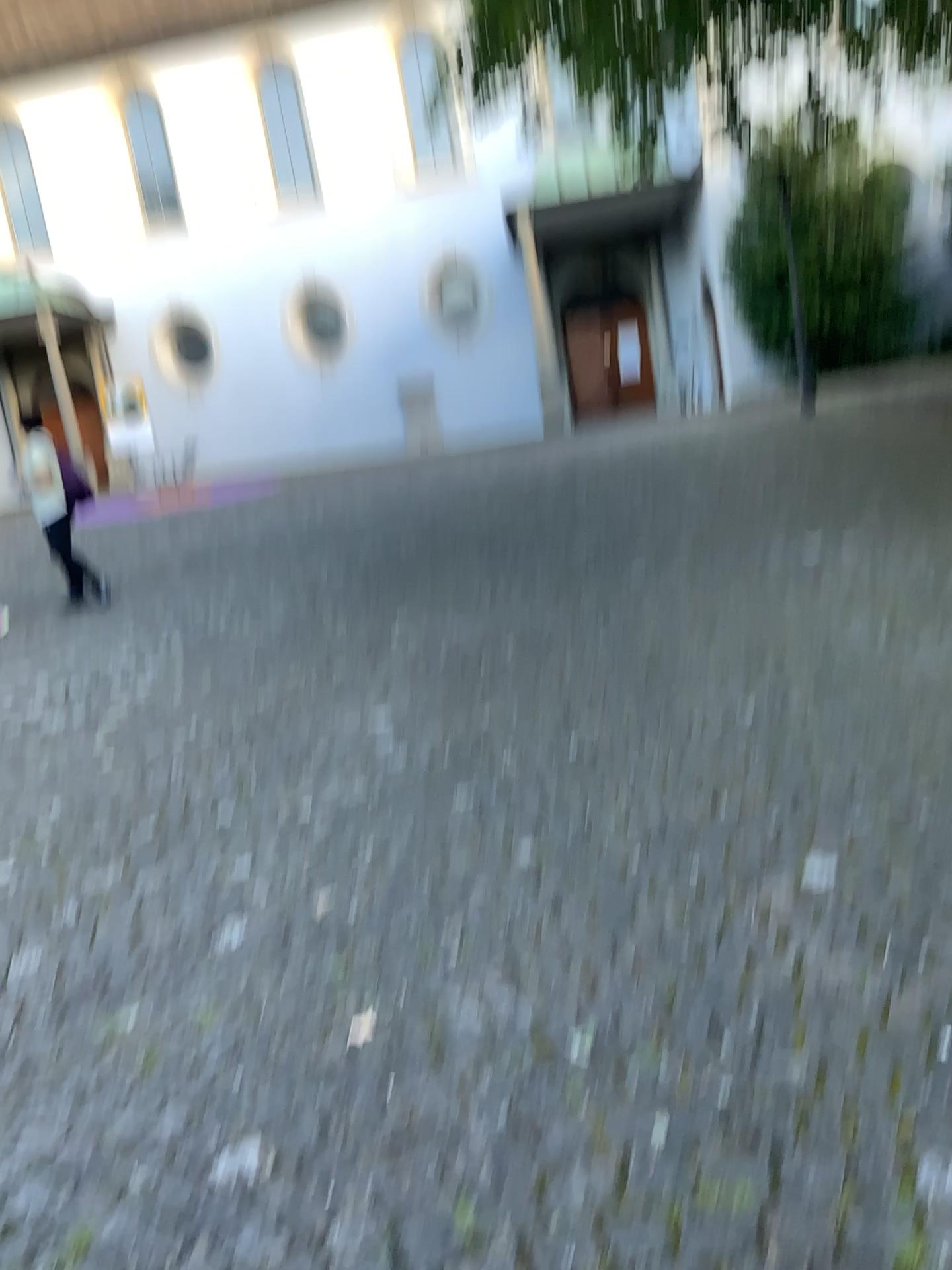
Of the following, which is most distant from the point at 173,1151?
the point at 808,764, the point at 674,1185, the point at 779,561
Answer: the point at 779,561
